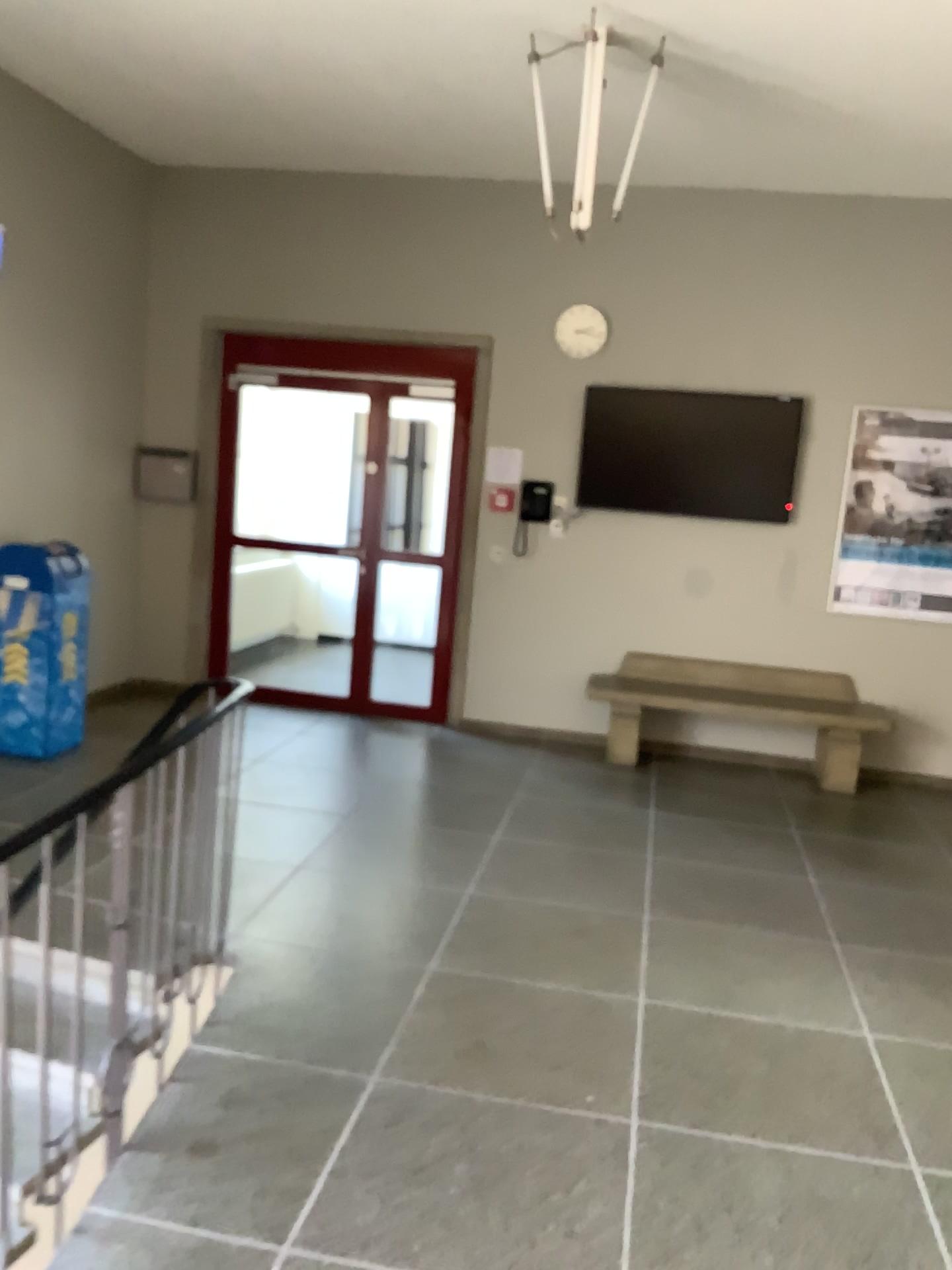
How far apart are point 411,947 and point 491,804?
1.70m
